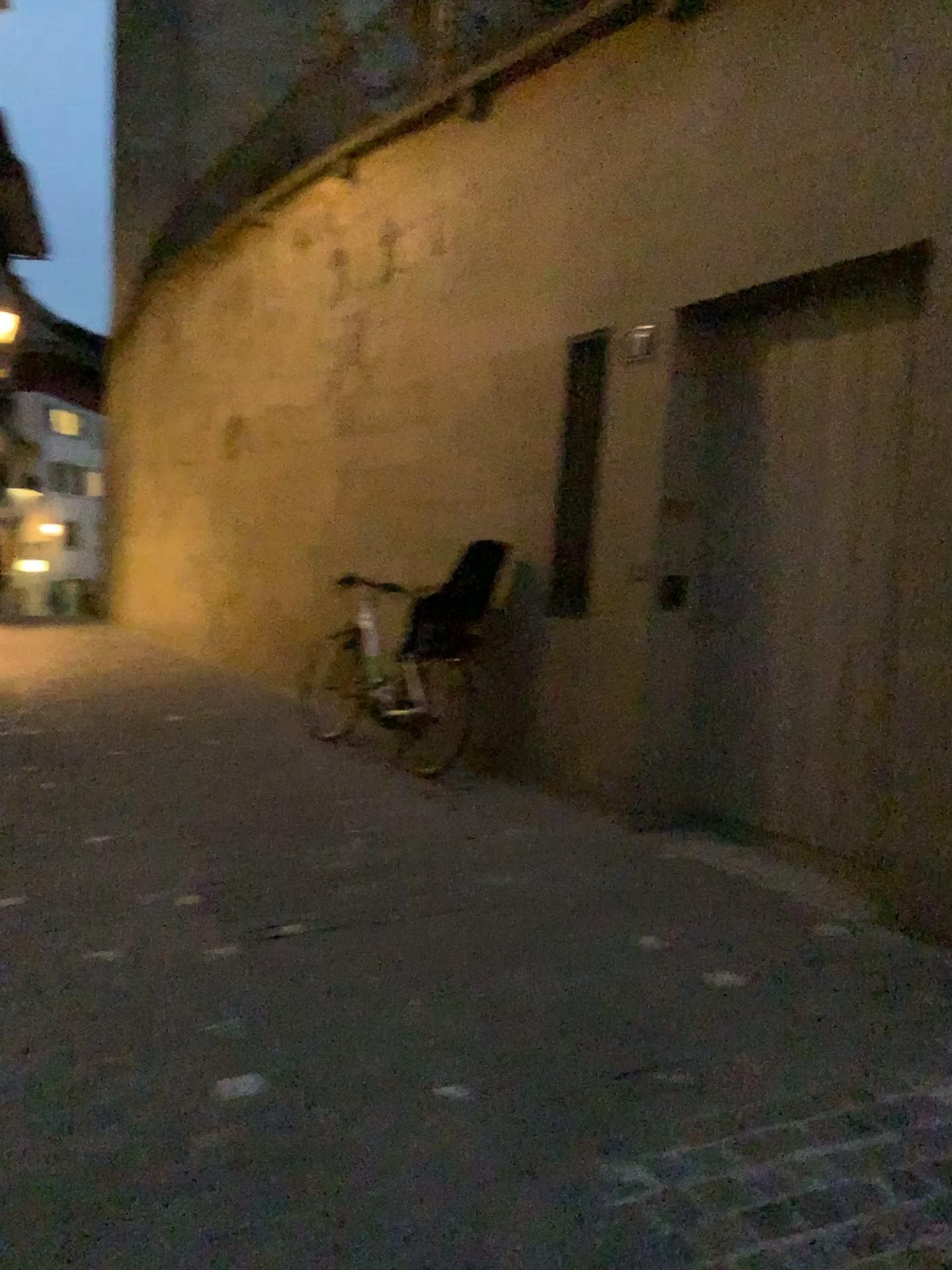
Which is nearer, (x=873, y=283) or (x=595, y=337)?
(x=873, y=283)

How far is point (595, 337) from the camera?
5.0 meters

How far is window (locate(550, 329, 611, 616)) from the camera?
4.96m

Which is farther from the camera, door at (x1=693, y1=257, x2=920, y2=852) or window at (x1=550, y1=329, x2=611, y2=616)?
window at (x1=550, y1=329, x2=611, y2=616)

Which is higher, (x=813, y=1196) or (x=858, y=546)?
(x=858, y=546)
